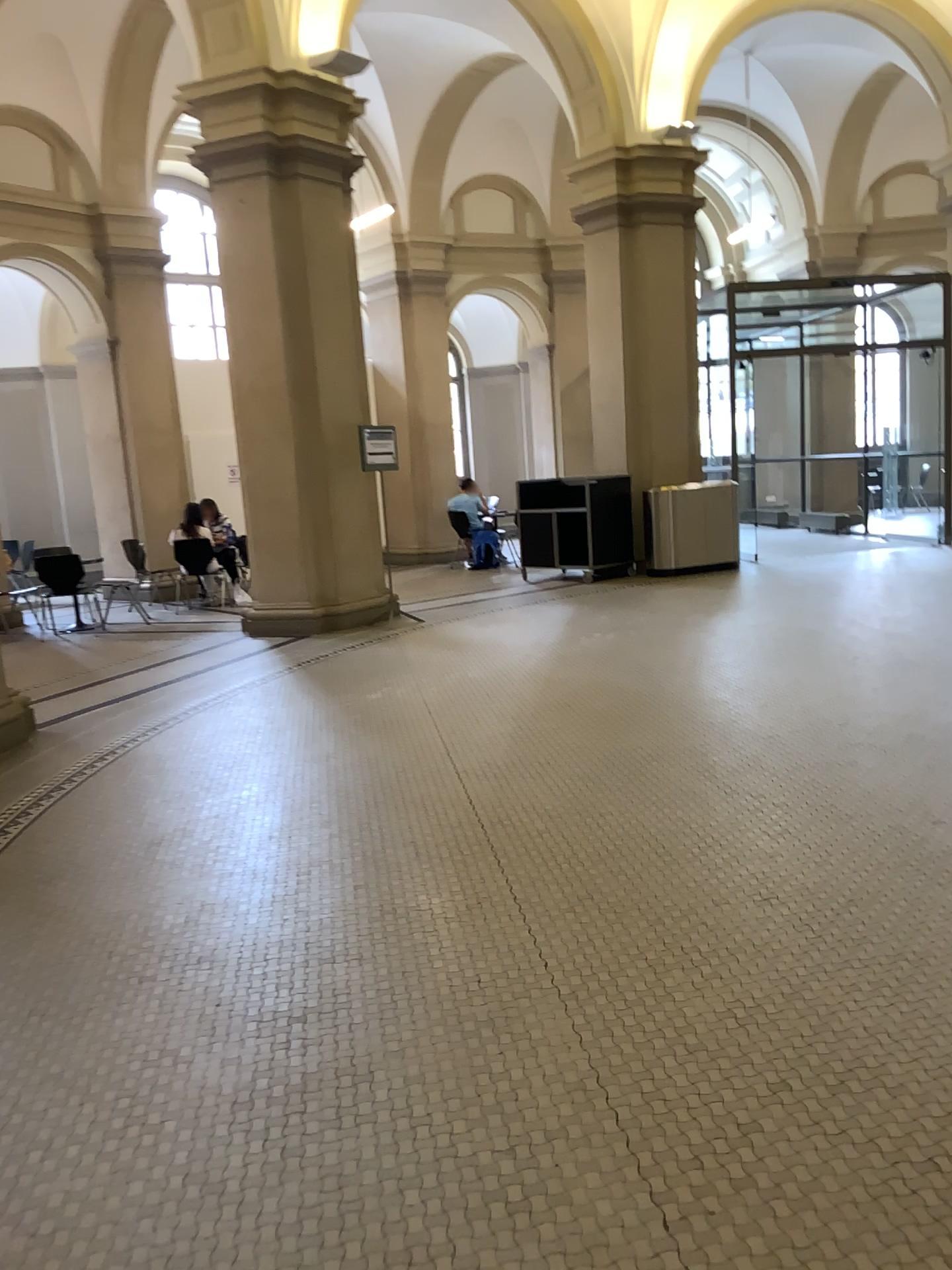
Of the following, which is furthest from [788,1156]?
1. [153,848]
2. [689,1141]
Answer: [153,848]
